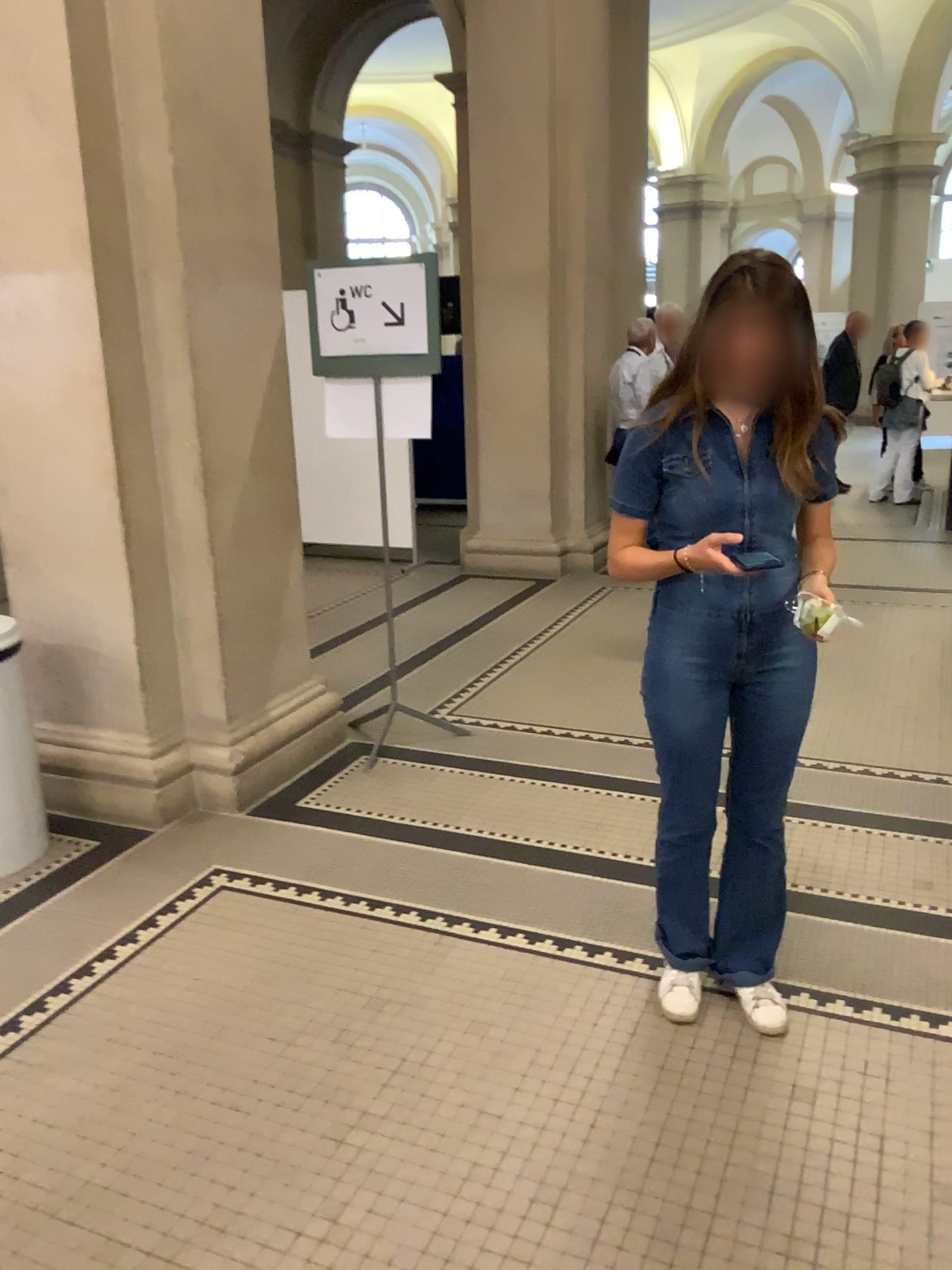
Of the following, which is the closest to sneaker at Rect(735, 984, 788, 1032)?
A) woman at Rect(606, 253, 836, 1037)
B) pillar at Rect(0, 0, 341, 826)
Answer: woman at Rect(606, 253, 836, 1037)

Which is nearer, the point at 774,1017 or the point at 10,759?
the point at 774,1017

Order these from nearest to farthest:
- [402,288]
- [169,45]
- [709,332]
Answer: [709,332] < [169,45] < [402,288]

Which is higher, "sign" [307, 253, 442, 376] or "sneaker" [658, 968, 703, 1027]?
"sign" [307, 253, 442, 376]

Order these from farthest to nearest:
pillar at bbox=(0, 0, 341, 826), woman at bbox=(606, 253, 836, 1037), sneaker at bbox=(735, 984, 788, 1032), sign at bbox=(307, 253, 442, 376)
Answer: sign at bbox=(307, 253, 442, 376) → pillar at bbox=(0, 0, 341, 826) → sneaker at bbox=(735, 984, 788, 1032) → woman at bbox=(606, 253, 836, 1037)

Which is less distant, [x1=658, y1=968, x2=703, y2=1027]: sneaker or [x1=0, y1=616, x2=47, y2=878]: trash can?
[x1=658, y1=968, x2=703, y2=1027]: sneaker

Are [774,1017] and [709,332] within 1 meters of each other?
no

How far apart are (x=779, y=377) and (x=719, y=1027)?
1.4m

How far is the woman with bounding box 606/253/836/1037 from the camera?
2.0 meters

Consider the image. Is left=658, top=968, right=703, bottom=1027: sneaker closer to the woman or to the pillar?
the woman
